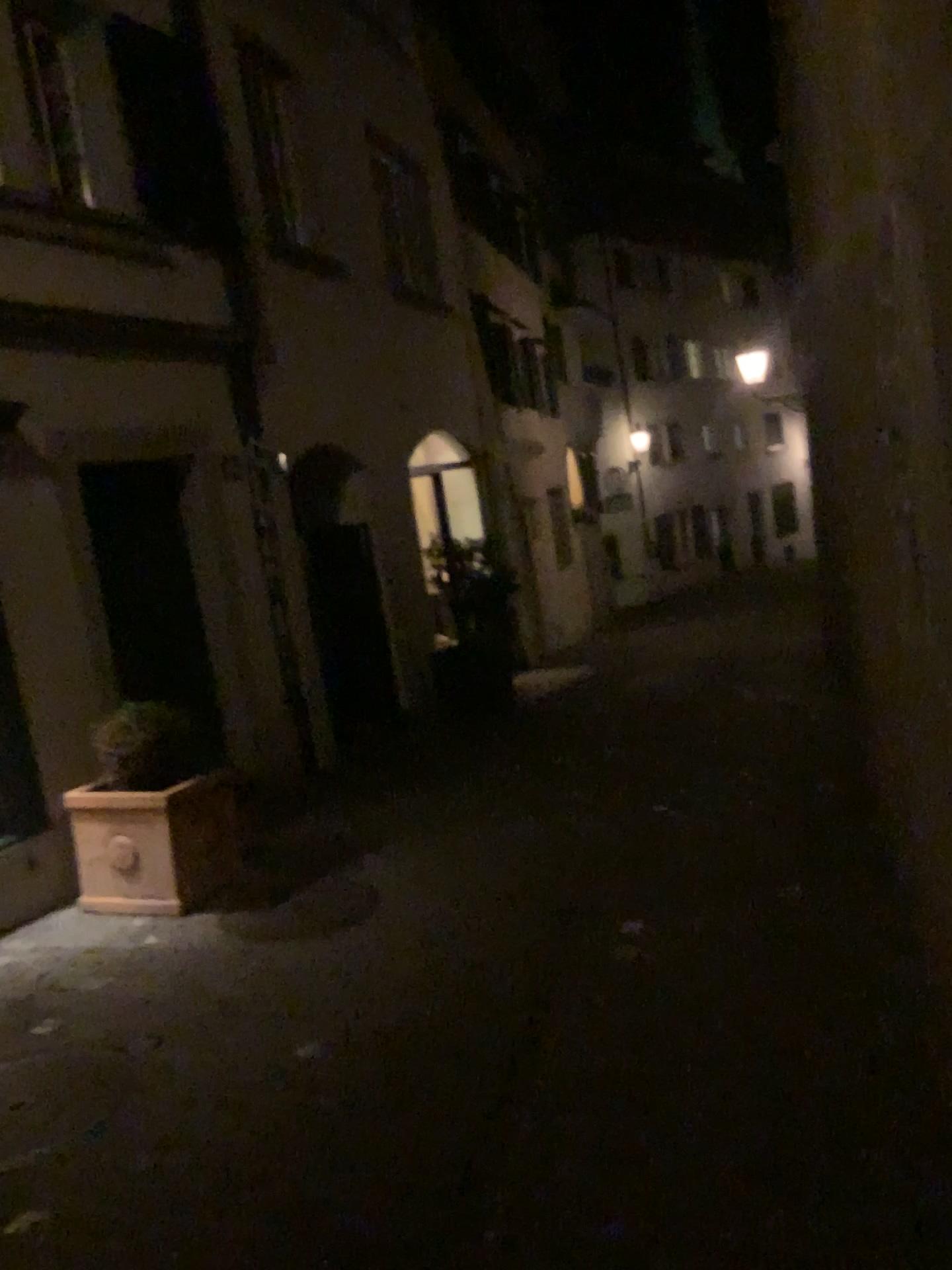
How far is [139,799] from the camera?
4.8m

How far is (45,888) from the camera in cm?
525

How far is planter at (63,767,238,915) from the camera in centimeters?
479cm
